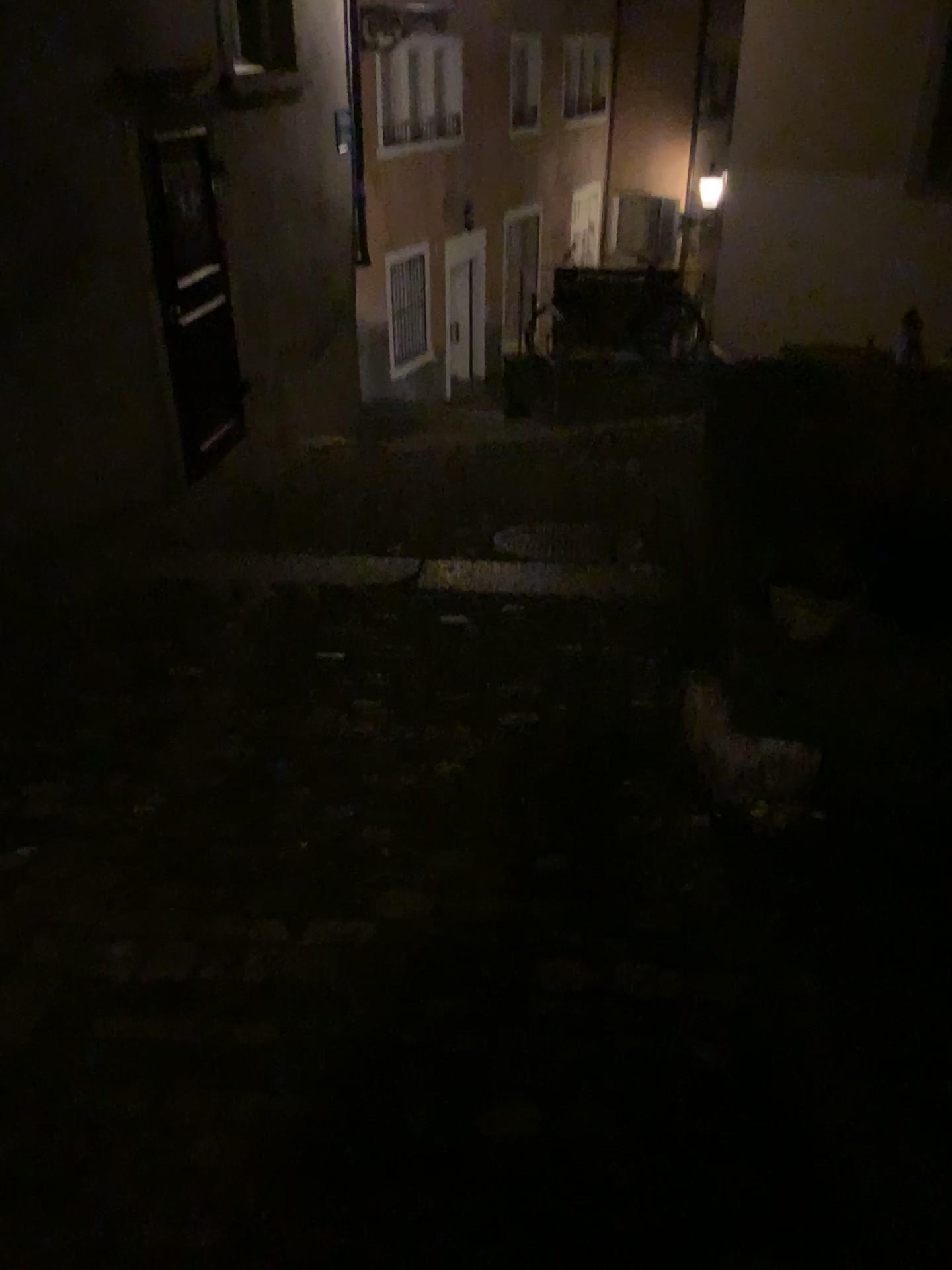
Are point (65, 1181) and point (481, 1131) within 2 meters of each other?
yes
